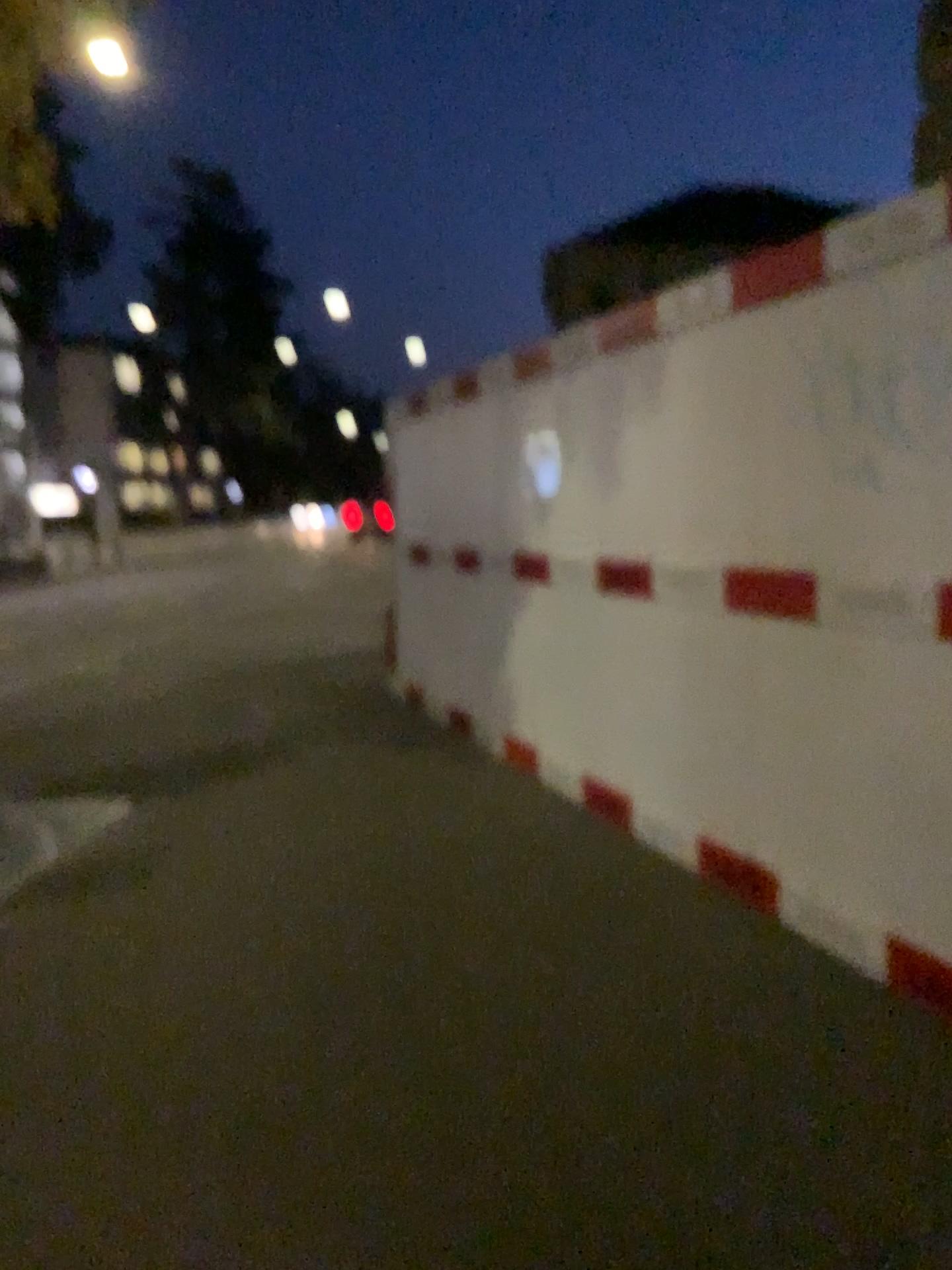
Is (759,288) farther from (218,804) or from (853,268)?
(218,804)
